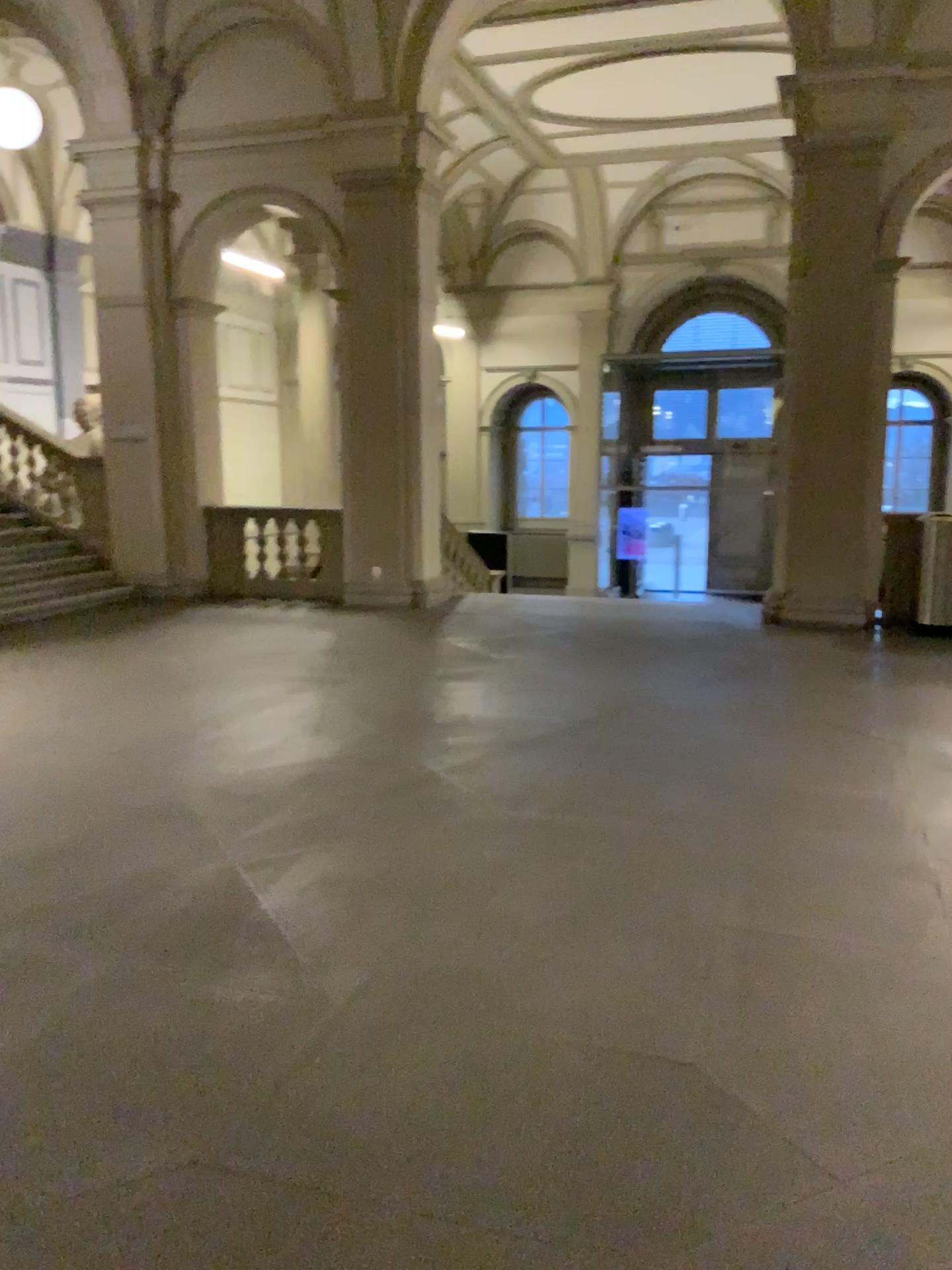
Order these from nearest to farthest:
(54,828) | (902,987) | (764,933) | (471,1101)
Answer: (471,1101), (902,987), (764,933), (54,828)
